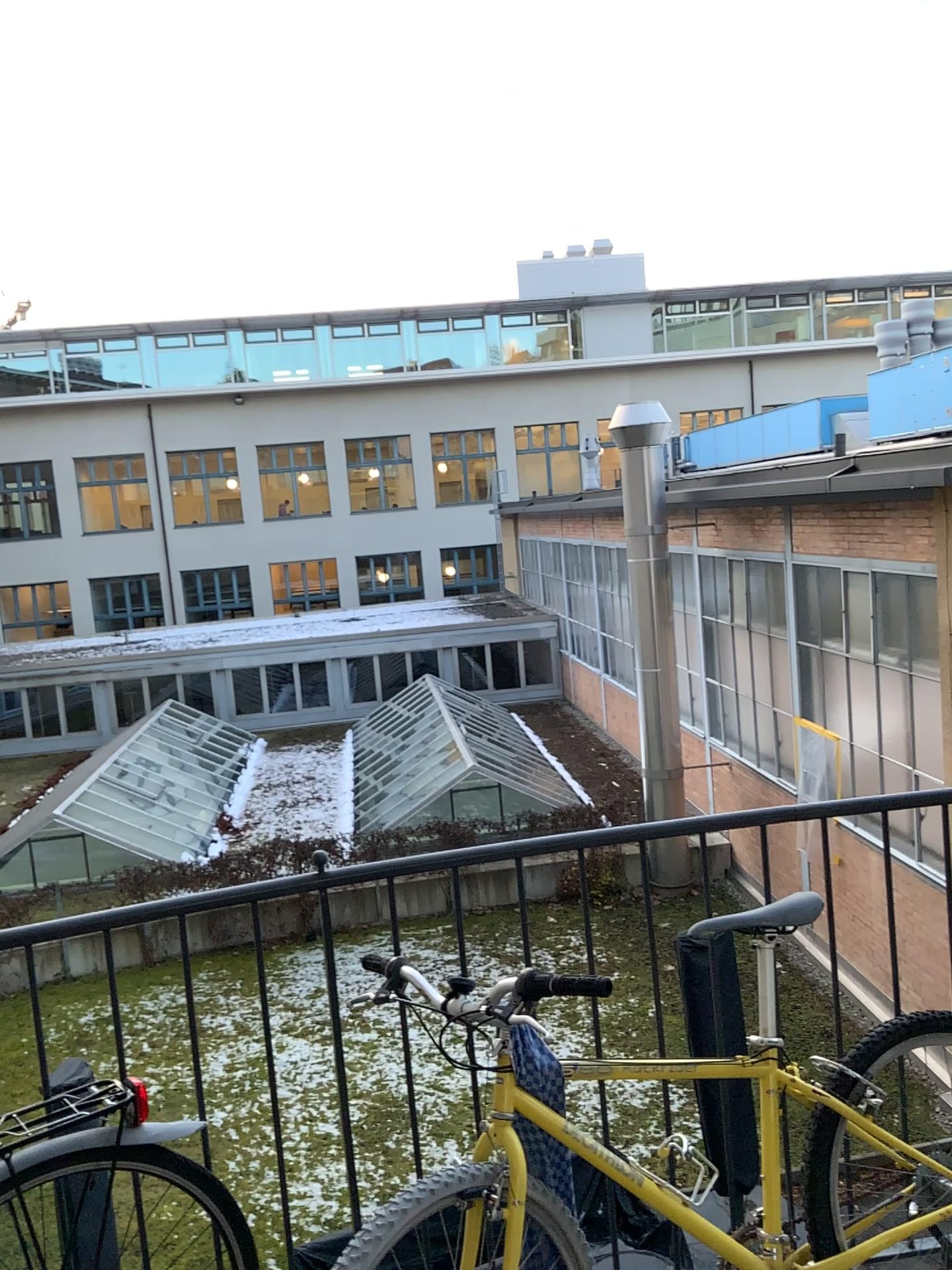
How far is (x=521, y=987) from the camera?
1.7 meters

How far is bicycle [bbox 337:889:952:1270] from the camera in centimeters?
170cm

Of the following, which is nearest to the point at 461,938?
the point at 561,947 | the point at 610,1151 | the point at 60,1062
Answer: the point at 561,947
